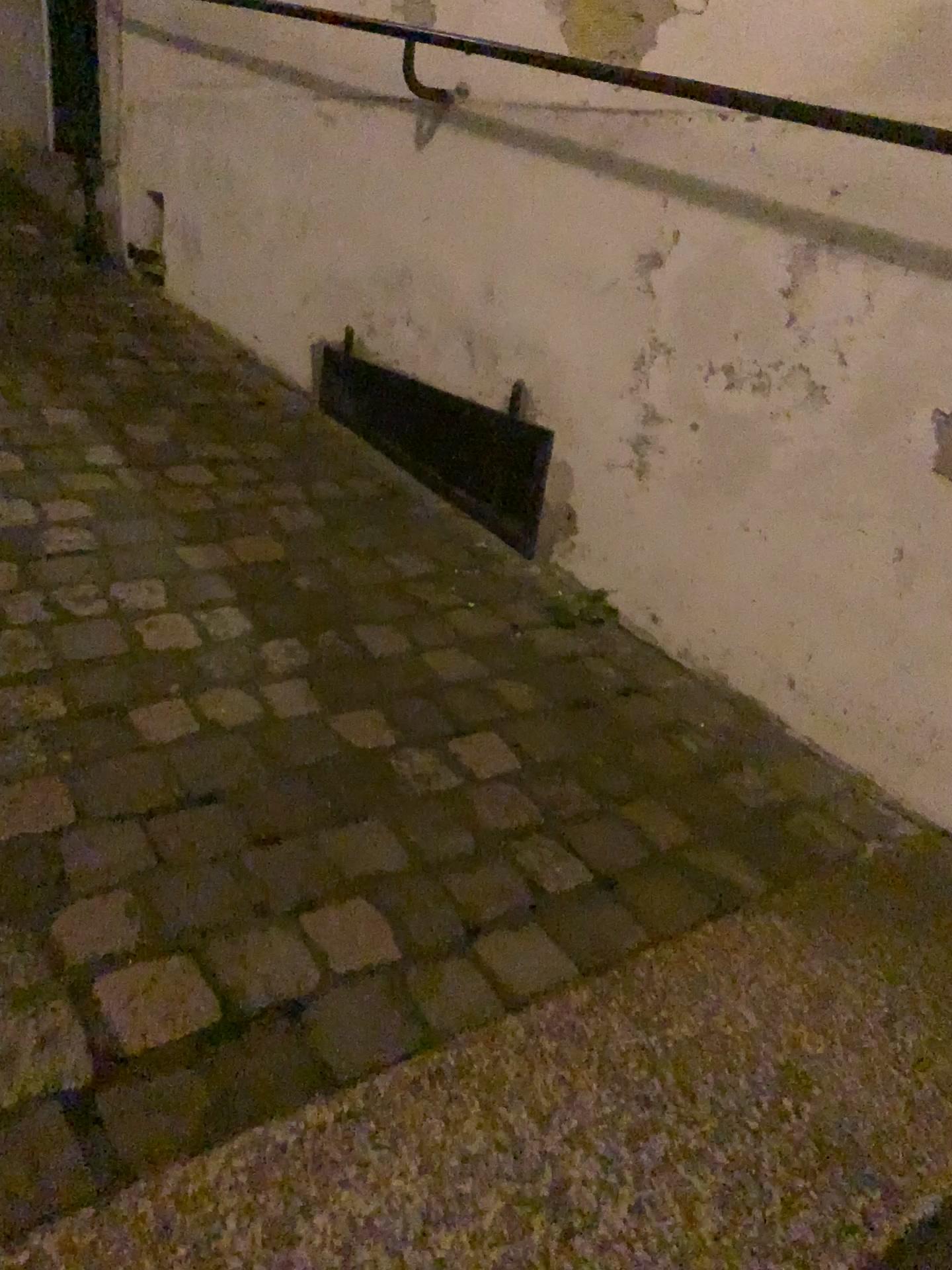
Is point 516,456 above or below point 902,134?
below

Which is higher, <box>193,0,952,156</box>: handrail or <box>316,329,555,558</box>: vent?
<box>193,0,952,156</box>: handrail

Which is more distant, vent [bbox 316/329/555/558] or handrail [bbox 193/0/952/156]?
vent [bbox 316/329/555/558]

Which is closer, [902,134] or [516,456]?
[902,134]

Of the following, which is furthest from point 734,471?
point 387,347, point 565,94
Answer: point 387,347
